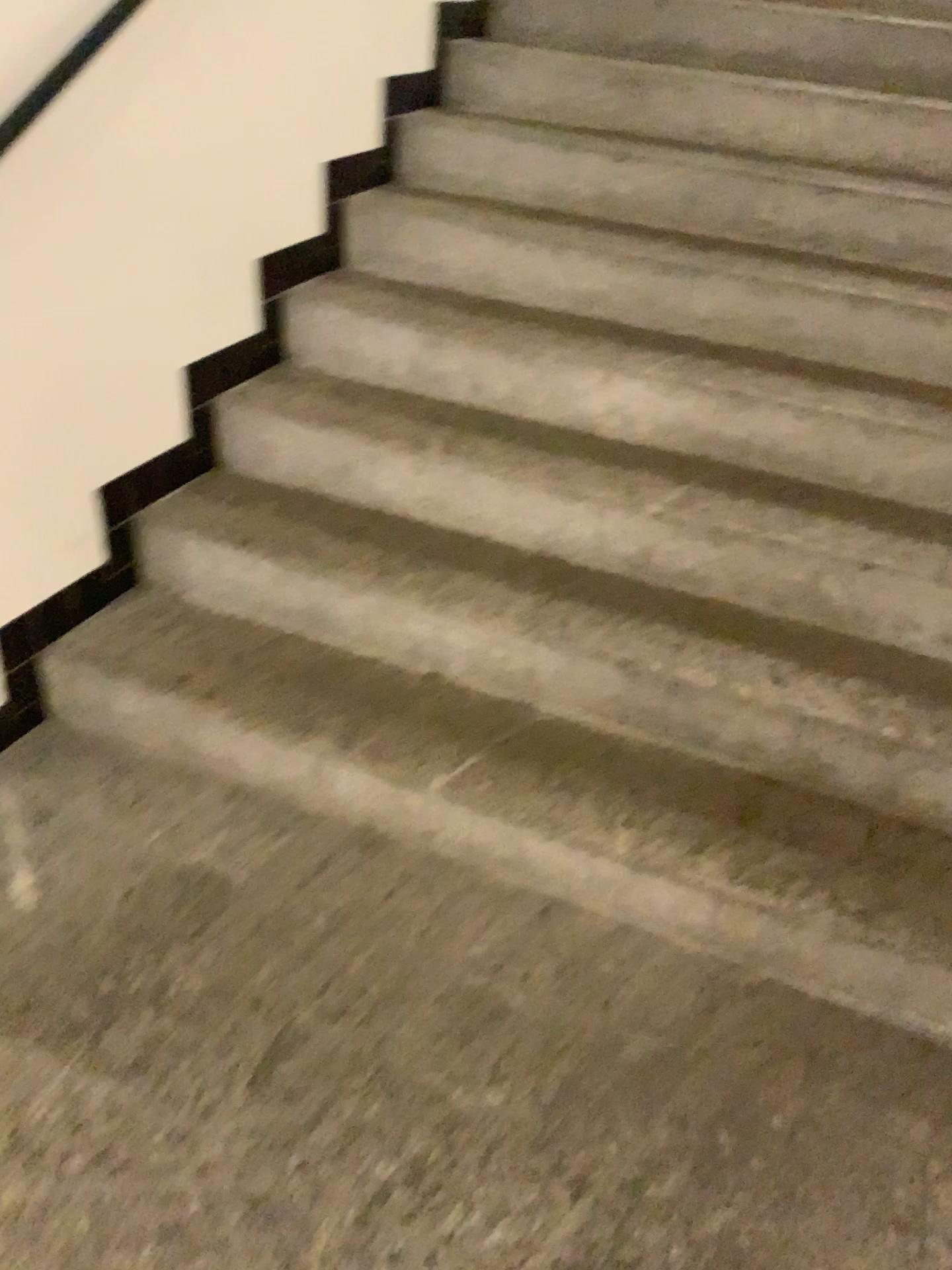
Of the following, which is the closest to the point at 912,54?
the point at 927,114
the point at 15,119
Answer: the point at 927,114

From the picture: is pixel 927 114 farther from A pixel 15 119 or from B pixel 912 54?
A pixel 15 119

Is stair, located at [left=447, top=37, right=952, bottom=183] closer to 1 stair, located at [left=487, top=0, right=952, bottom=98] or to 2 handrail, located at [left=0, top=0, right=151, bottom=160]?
1 stair, located at [left=487, top=0, right=952, bottom=98]

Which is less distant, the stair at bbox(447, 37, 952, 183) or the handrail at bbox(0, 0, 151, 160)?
the handrail at bbox(0, 0, 151, 160)

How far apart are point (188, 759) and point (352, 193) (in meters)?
1.54

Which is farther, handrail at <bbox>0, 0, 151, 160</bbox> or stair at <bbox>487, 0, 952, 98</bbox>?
stair at <bbox>487, 0, 952, 98</bbox>

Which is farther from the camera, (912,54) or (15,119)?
(912,54)

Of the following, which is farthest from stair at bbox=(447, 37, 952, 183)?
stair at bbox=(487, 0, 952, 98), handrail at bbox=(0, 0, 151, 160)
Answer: handrail at bbox=(0, 0, 151, 160)
